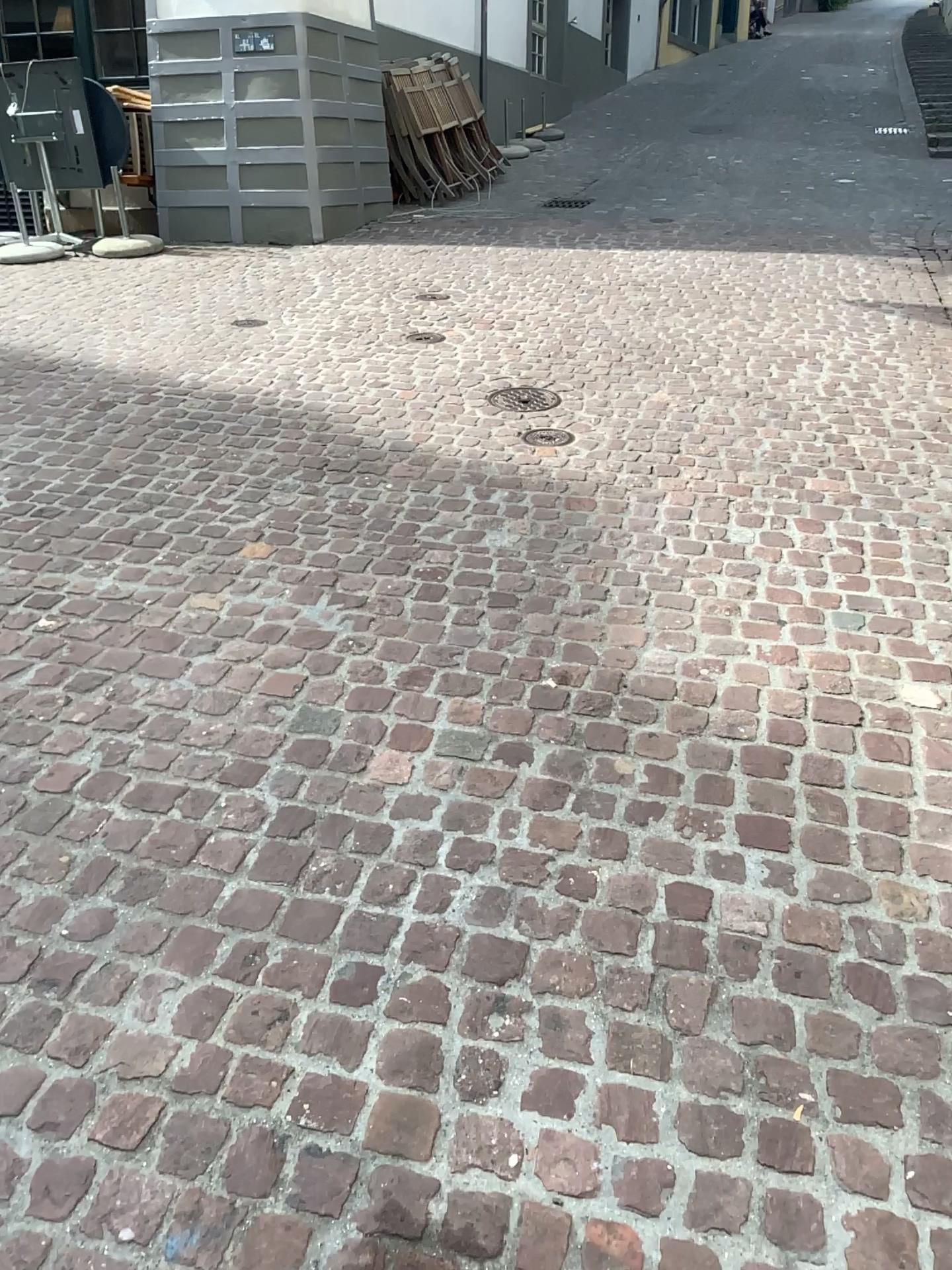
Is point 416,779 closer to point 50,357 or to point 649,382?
point 649,382
